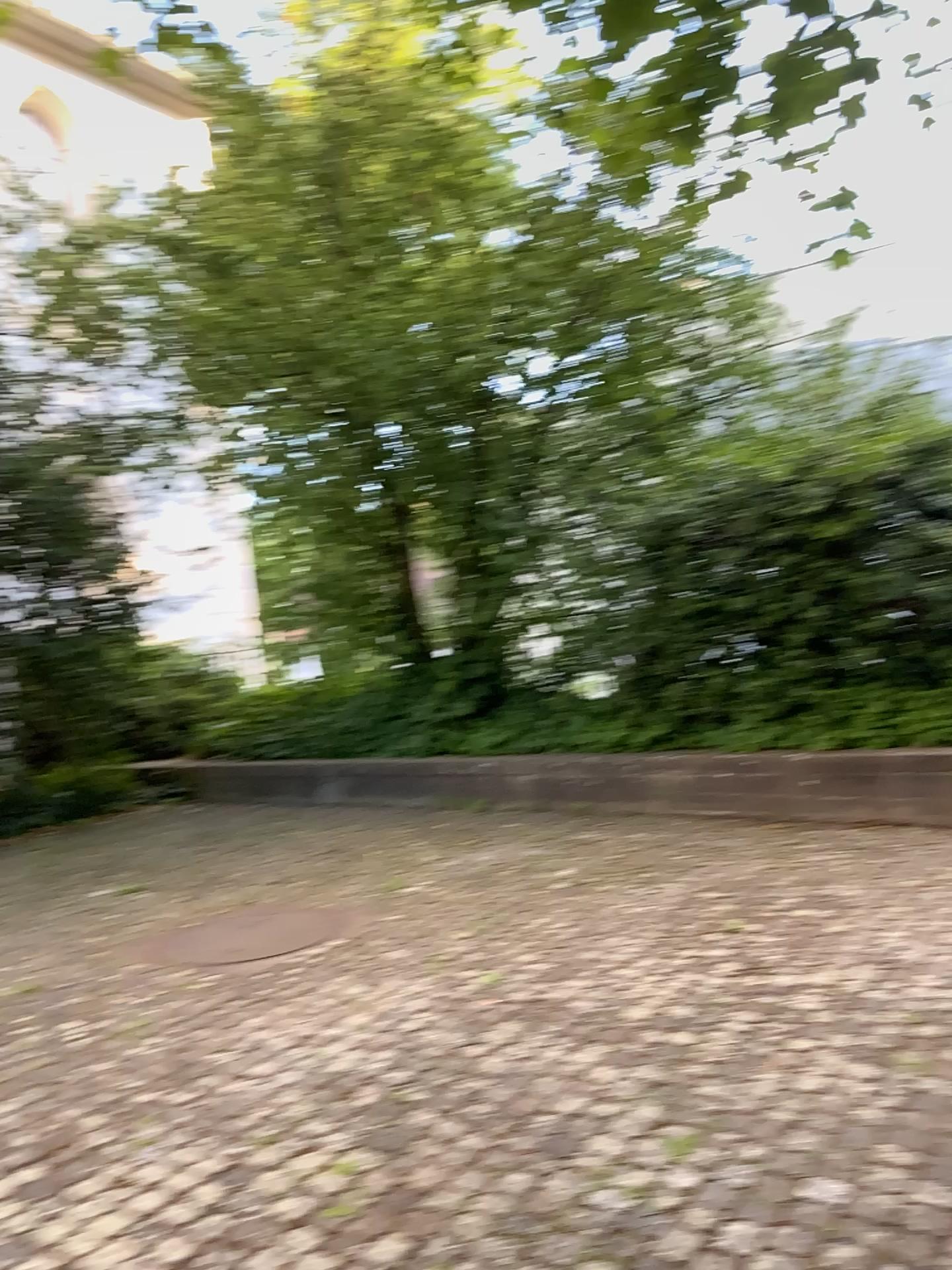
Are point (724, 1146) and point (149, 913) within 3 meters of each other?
no
